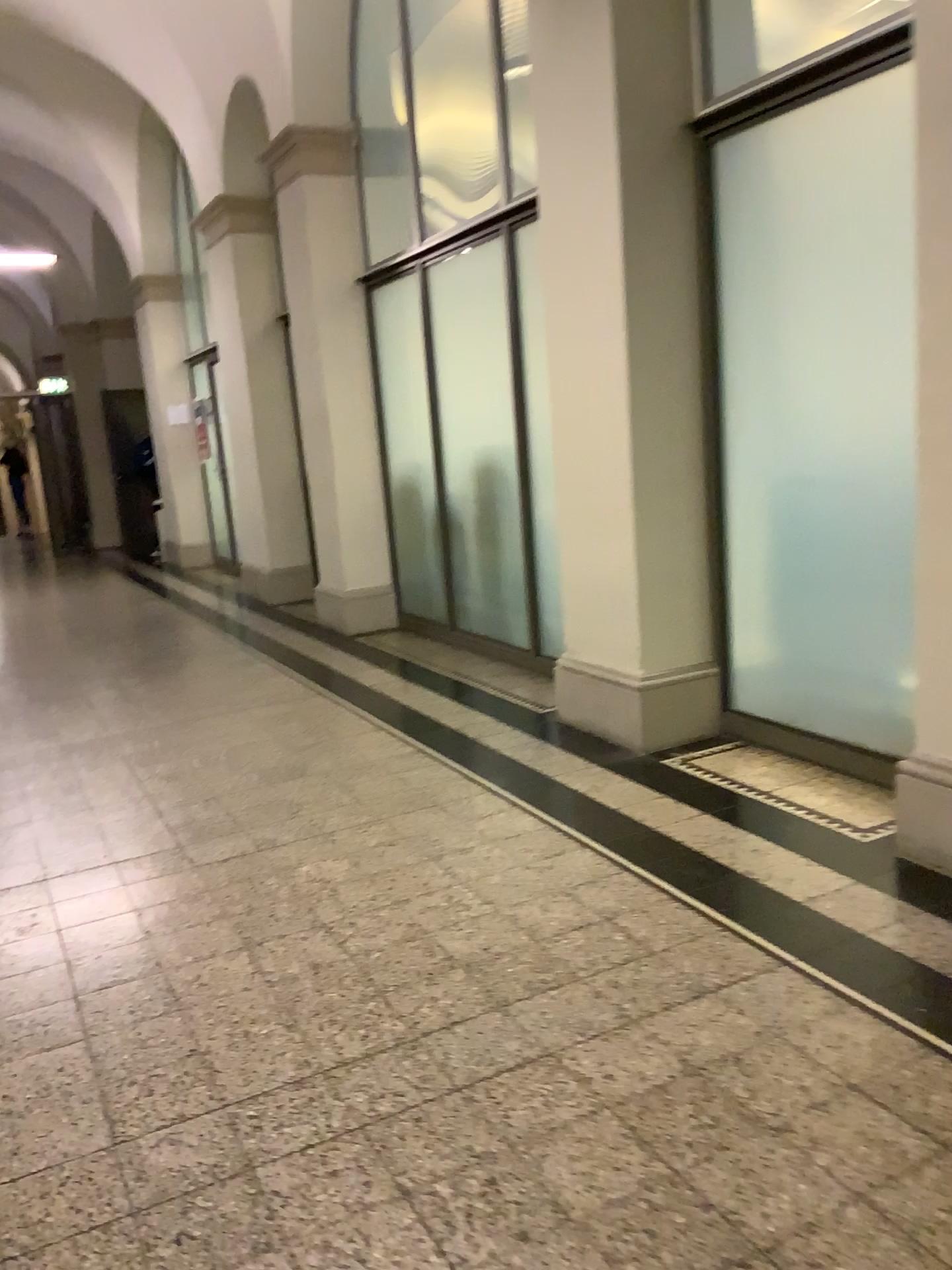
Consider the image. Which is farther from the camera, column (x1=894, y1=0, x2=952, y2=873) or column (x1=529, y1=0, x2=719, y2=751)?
column (x1=529, y1=0, x2=719, y2=751)

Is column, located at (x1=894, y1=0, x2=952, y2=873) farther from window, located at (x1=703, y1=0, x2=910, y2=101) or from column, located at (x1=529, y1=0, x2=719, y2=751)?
column, located at (x1=529, y1=0, x2=719, y2=751)

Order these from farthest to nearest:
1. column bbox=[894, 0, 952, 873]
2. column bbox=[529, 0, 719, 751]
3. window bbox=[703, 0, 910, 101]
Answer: column bbox=[529, 0, 719, 751]
window bbox=[703, 0, 910, 101]
column bbox=[894, 0, 952, 873]

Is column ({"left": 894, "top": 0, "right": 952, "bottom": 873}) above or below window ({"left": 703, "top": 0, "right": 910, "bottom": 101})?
below

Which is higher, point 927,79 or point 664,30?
point 664,30

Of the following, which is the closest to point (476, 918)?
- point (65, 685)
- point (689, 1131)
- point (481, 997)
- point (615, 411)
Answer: point (481, 997)

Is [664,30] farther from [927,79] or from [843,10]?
[927,79]

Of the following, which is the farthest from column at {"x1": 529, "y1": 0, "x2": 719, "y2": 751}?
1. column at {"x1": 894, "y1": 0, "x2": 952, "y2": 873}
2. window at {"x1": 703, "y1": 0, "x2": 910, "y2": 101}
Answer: column at {"x1": 894, "y1": 0, "x2": 952, "y2": 873}

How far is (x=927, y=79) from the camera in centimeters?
242cm

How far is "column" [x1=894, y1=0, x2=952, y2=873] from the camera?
2.4m
